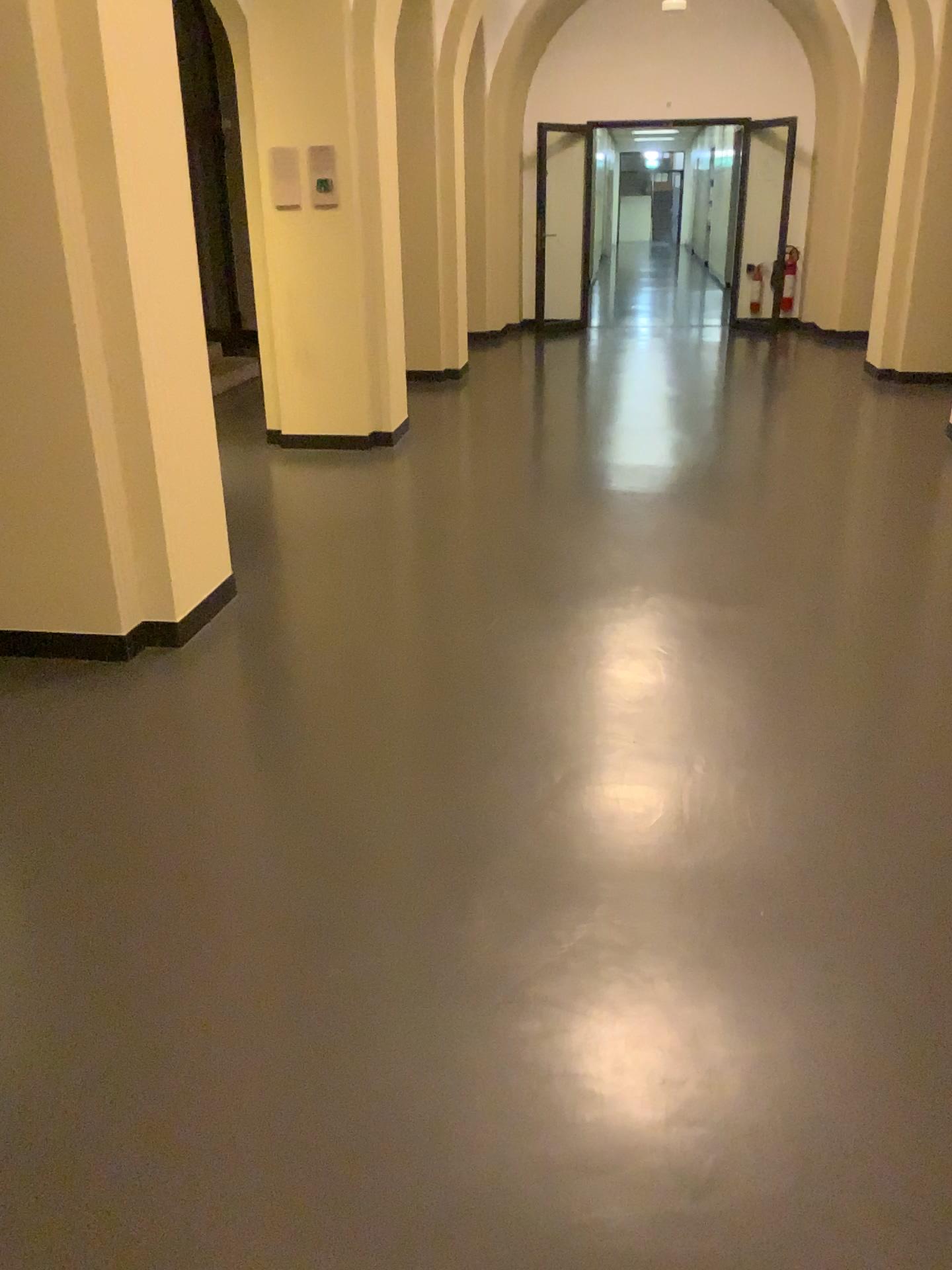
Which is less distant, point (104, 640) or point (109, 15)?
point (109, 15)

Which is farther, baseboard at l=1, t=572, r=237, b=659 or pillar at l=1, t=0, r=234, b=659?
baseboard at l=1, t=572, r=237, b=659

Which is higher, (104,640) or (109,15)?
(109,15)

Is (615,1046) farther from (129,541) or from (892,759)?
(129,541)
